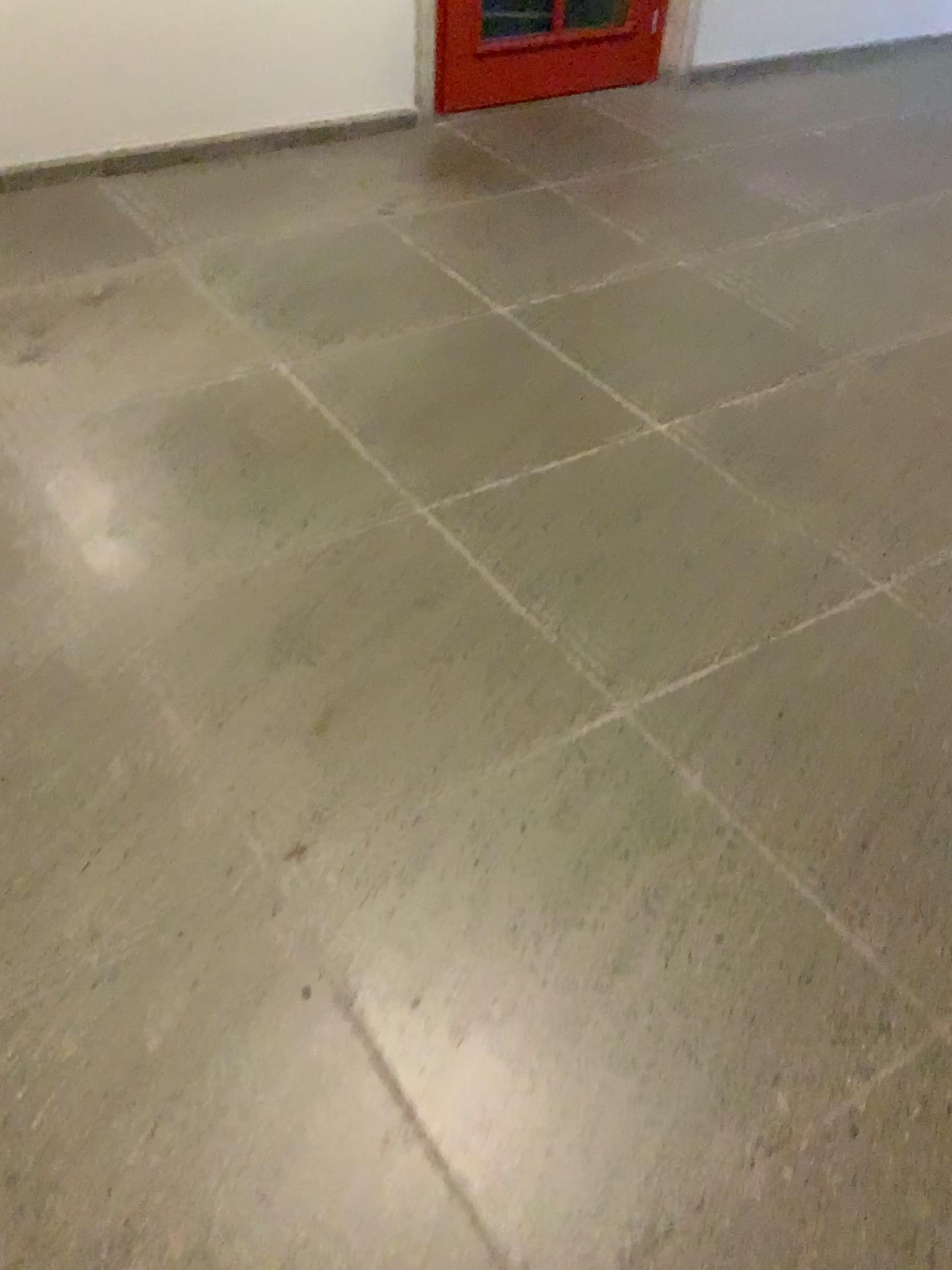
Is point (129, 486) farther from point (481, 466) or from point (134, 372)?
point (481, 466)
